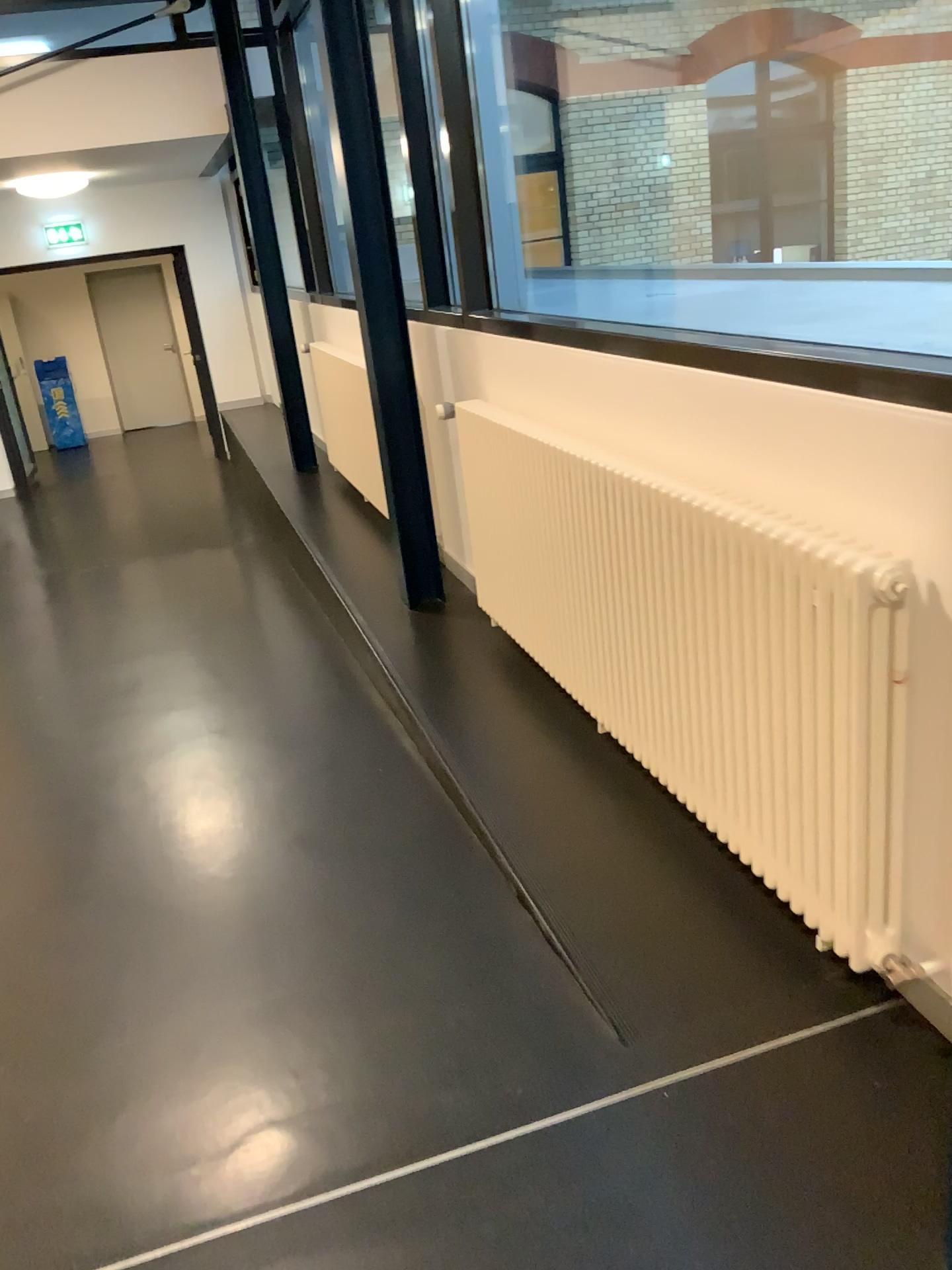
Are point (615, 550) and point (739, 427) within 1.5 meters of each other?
yes
